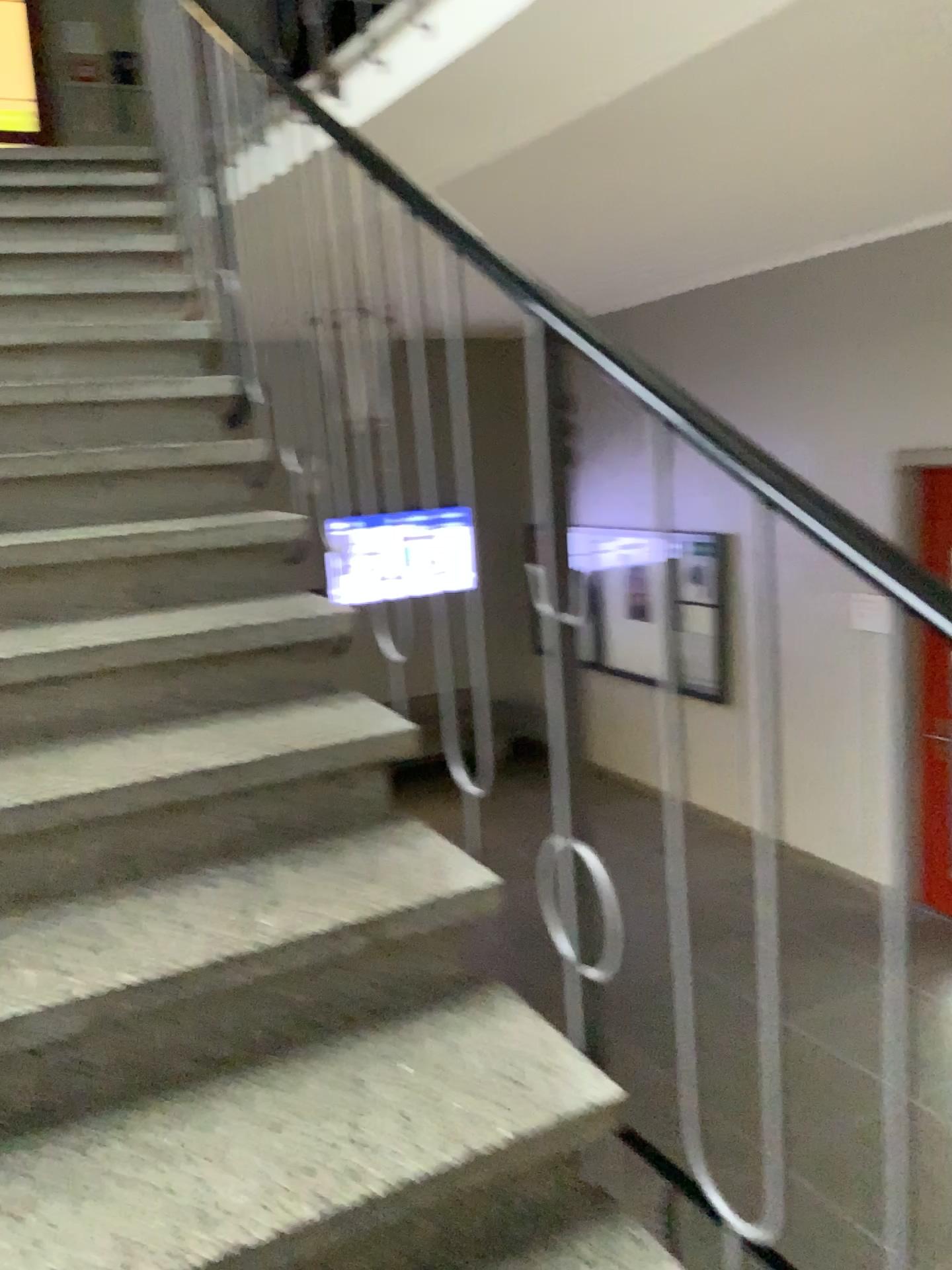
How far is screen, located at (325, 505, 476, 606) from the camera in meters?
1.7

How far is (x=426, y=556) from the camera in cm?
170

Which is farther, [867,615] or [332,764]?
[332,764]
